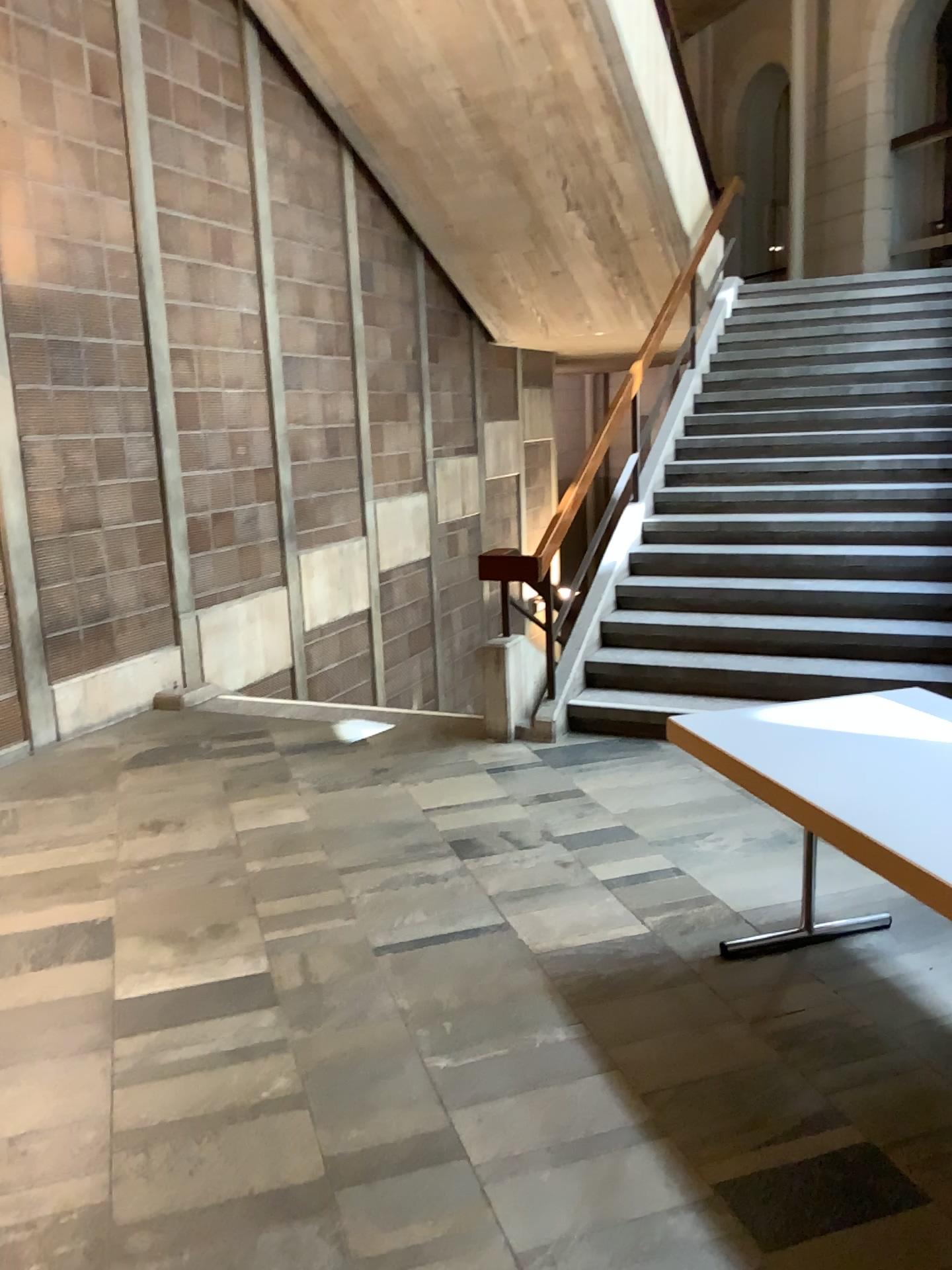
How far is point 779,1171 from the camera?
2.2 meters
